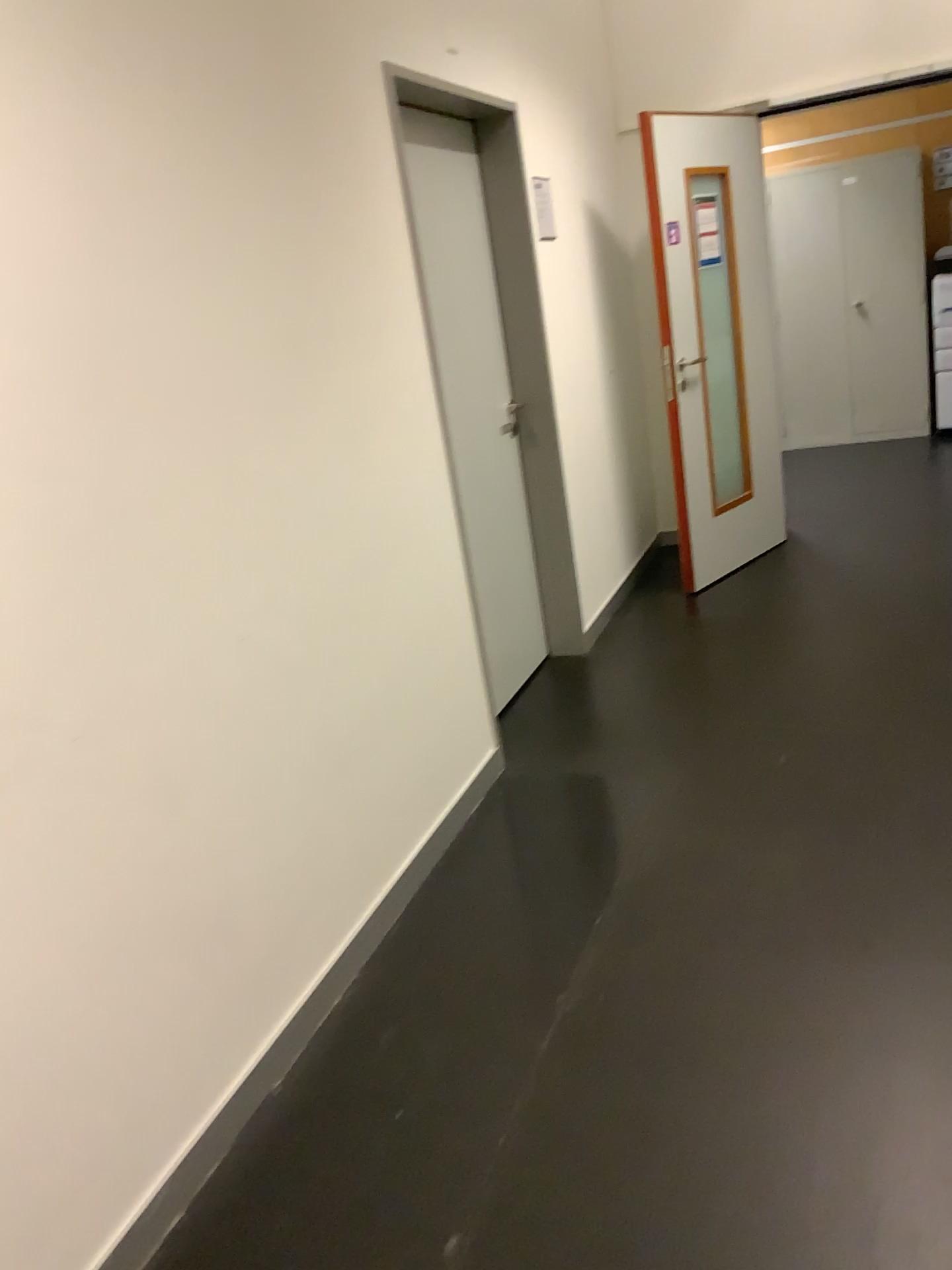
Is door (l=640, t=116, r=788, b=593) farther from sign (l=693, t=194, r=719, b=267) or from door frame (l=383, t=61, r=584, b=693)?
door frame (l=383, t=61, r=584, b=693)

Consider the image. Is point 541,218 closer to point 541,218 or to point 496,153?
point 541,218

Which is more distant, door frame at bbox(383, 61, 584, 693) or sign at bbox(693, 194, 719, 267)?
sign at bbox(693, 194, 719, 267)

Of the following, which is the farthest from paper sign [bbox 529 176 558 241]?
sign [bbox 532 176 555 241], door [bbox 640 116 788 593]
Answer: door [bbox 640 116 788 593]

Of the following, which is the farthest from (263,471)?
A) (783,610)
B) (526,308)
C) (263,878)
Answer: (783,610)

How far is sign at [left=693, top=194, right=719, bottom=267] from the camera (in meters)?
4.61

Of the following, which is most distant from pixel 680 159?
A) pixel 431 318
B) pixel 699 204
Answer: pixel 431 318

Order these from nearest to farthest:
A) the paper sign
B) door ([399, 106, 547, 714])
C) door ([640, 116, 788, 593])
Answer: door ([399, 106, 547, 714]), the paper sign, door ([640, 116, 788, 593])

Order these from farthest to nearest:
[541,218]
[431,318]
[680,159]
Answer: [680,159] → [541,218] → [431,318]
